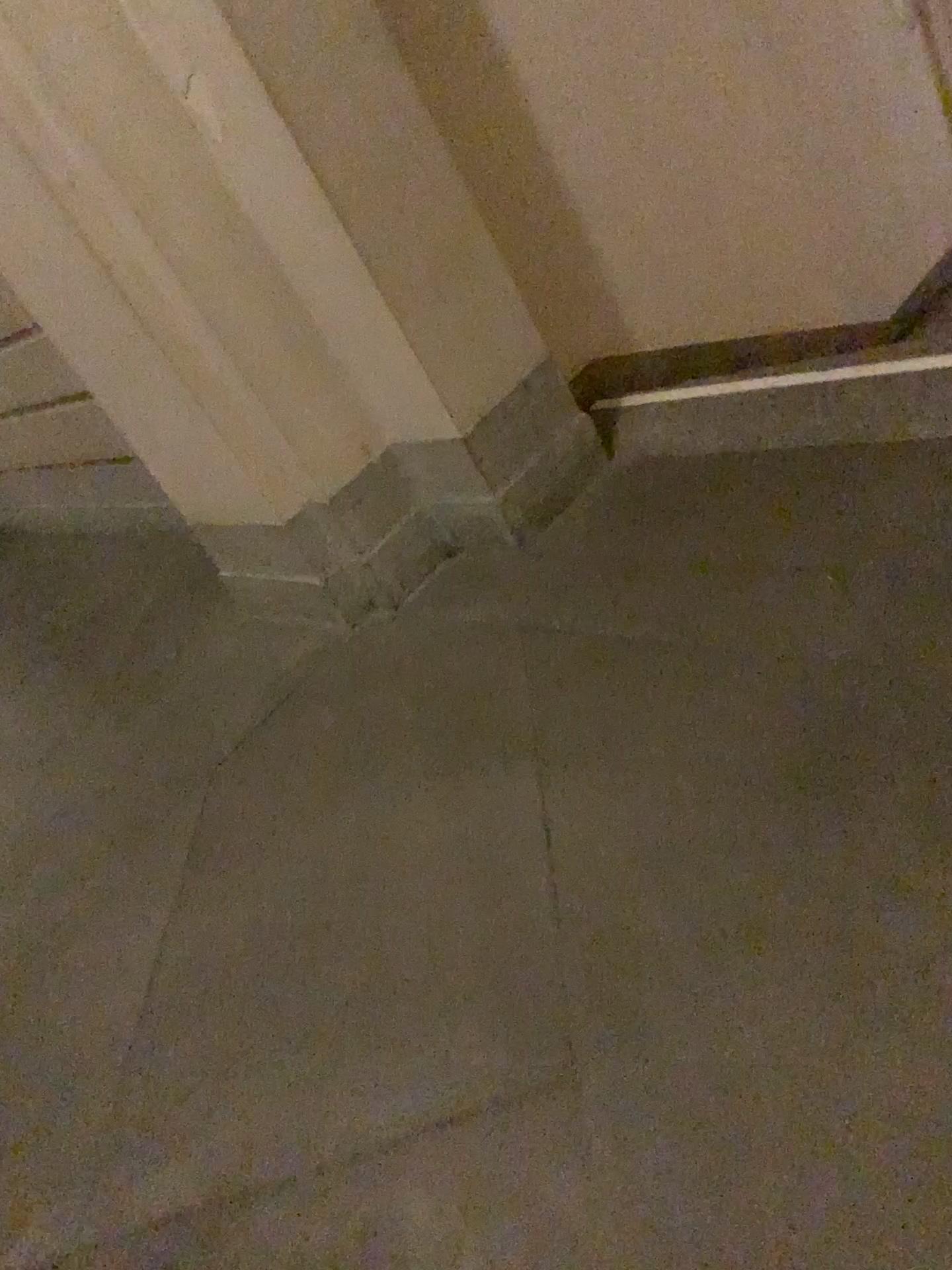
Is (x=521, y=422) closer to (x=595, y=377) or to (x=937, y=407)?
(x=595, y=377)

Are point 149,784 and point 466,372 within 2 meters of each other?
yes

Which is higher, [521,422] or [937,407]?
[521,422]

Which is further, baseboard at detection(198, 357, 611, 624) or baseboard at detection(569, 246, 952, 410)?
baseboard at detection(569, 246, 952, 410)

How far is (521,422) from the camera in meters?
2.6 m

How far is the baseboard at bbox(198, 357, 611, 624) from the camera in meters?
2.6 m

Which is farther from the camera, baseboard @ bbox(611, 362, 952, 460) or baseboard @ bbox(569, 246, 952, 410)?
baseboard @ bbox(569, 246, 952, 410)
